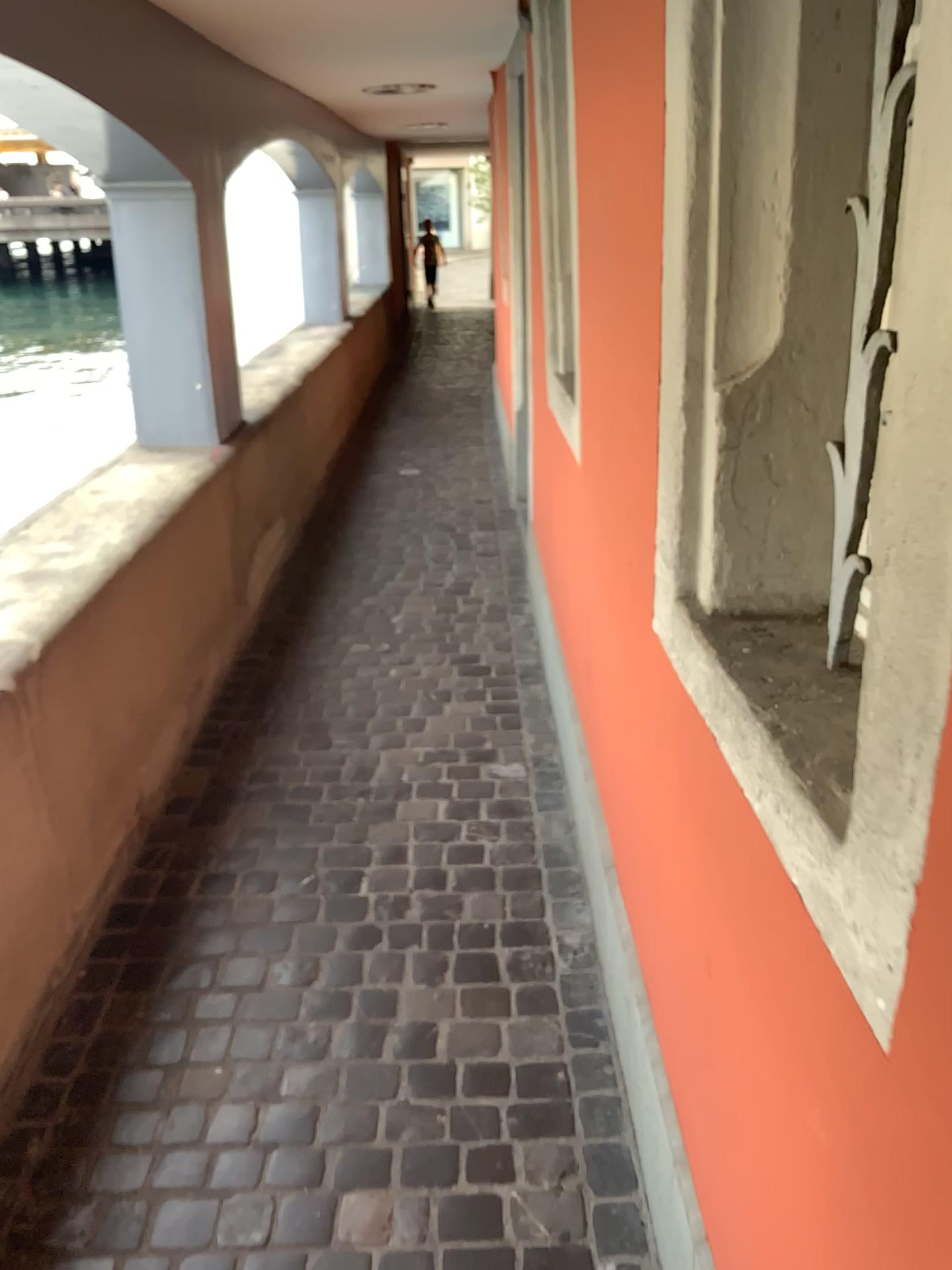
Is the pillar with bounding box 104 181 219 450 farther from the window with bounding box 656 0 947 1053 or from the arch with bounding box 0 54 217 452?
the window with bounding box 656 0 947 1053

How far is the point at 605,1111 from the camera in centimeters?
181cm

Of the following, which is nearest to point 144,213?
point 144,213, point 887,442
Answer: point 144,213

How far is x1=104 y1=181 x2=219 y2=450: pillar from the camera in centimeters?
357cm

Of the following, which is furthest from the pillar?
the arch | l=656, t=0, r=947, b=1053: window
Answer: l=656, t=0, r=947, b=1053: window

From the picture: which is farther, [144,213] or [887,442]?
[144,213]

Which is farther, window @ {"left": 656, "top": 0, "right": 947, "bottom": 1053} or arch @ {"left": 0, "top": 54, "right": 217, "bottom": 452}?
arch @ {"left": 0, "top": 54, "right": 217, "bottom": 452}

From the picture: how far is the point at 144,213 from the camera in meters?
3.6
